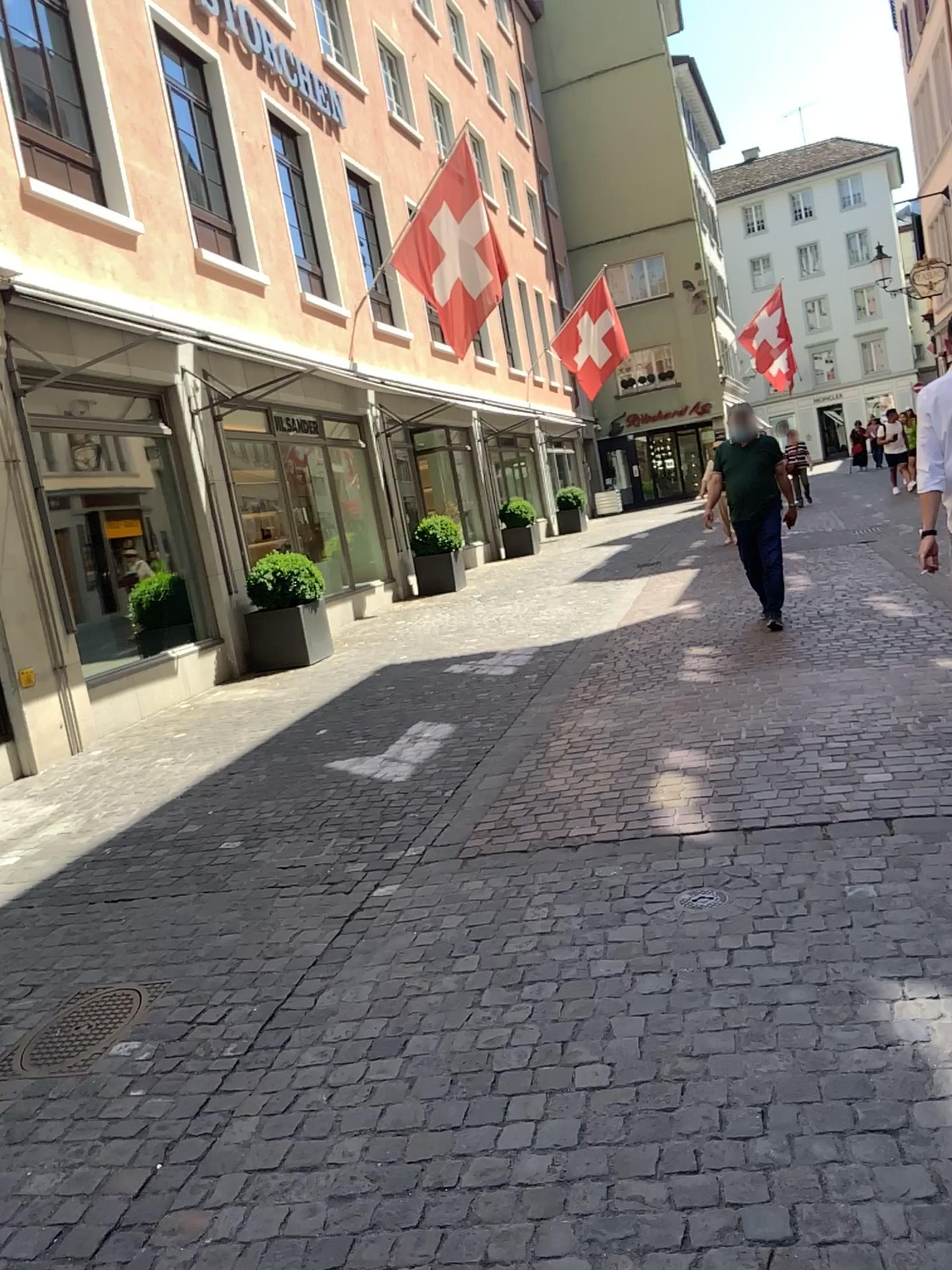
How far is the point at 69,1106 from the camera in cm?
274
